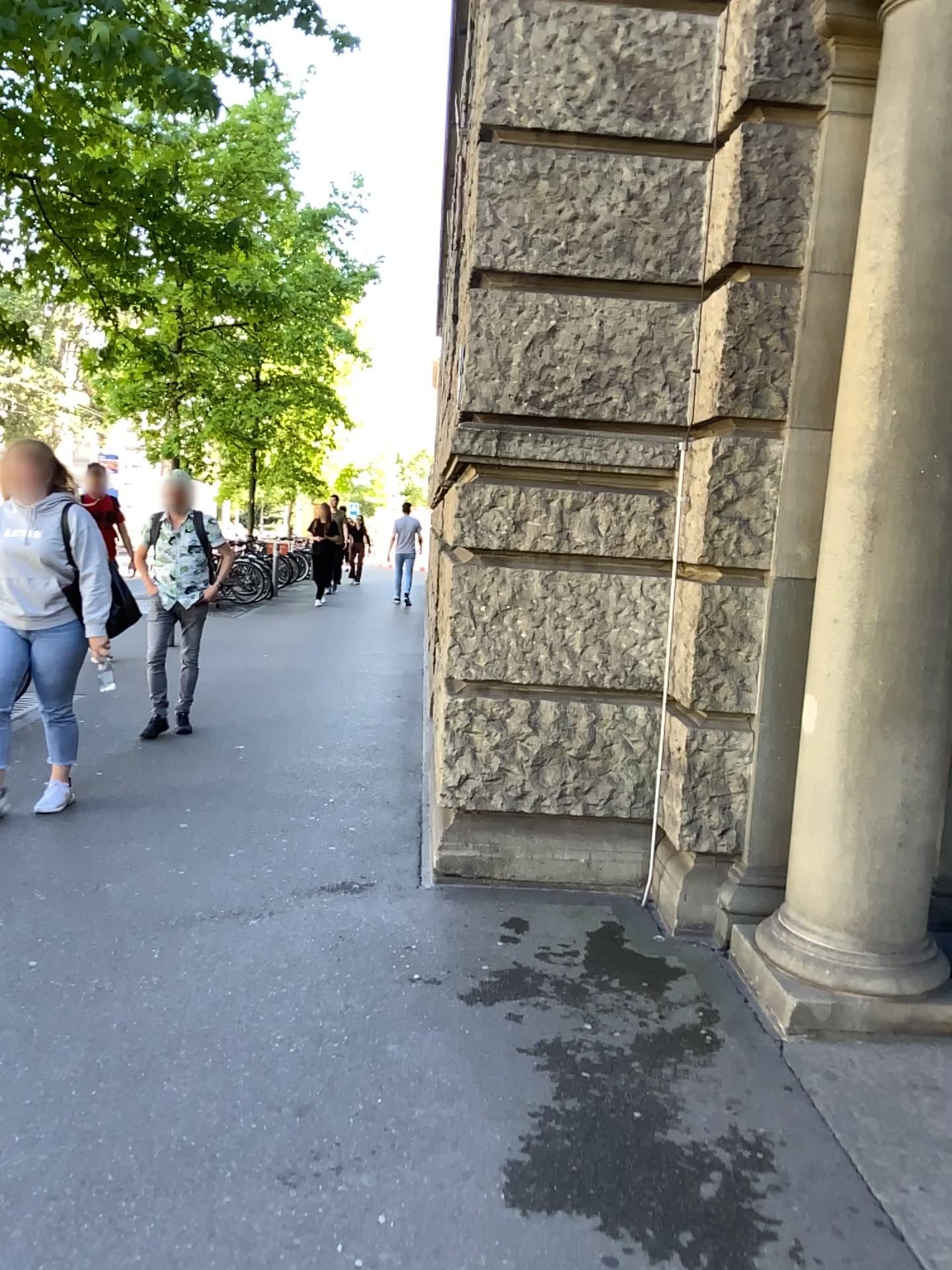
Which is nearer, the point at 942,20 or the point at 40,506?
the point at 942,20

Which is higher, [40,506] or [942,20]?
[942,20]

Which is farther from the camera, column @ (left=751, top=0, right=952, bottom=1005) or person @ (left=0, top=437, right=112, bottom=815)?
person @ (left=0, top=437, right=112, bottom=815)

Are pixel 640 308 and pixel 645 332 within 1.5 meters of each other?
yes
